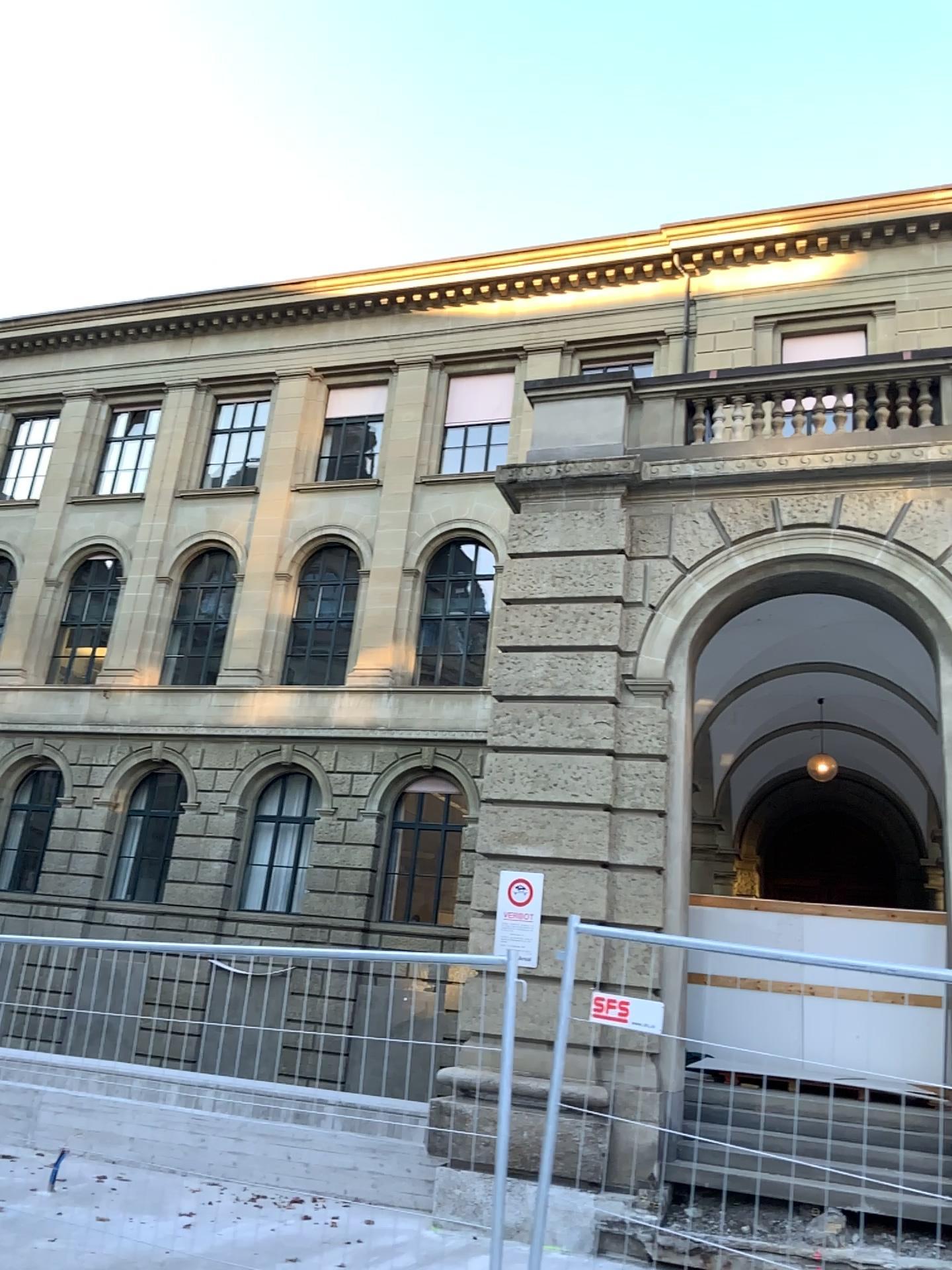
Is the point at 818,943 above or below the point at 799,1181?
above
